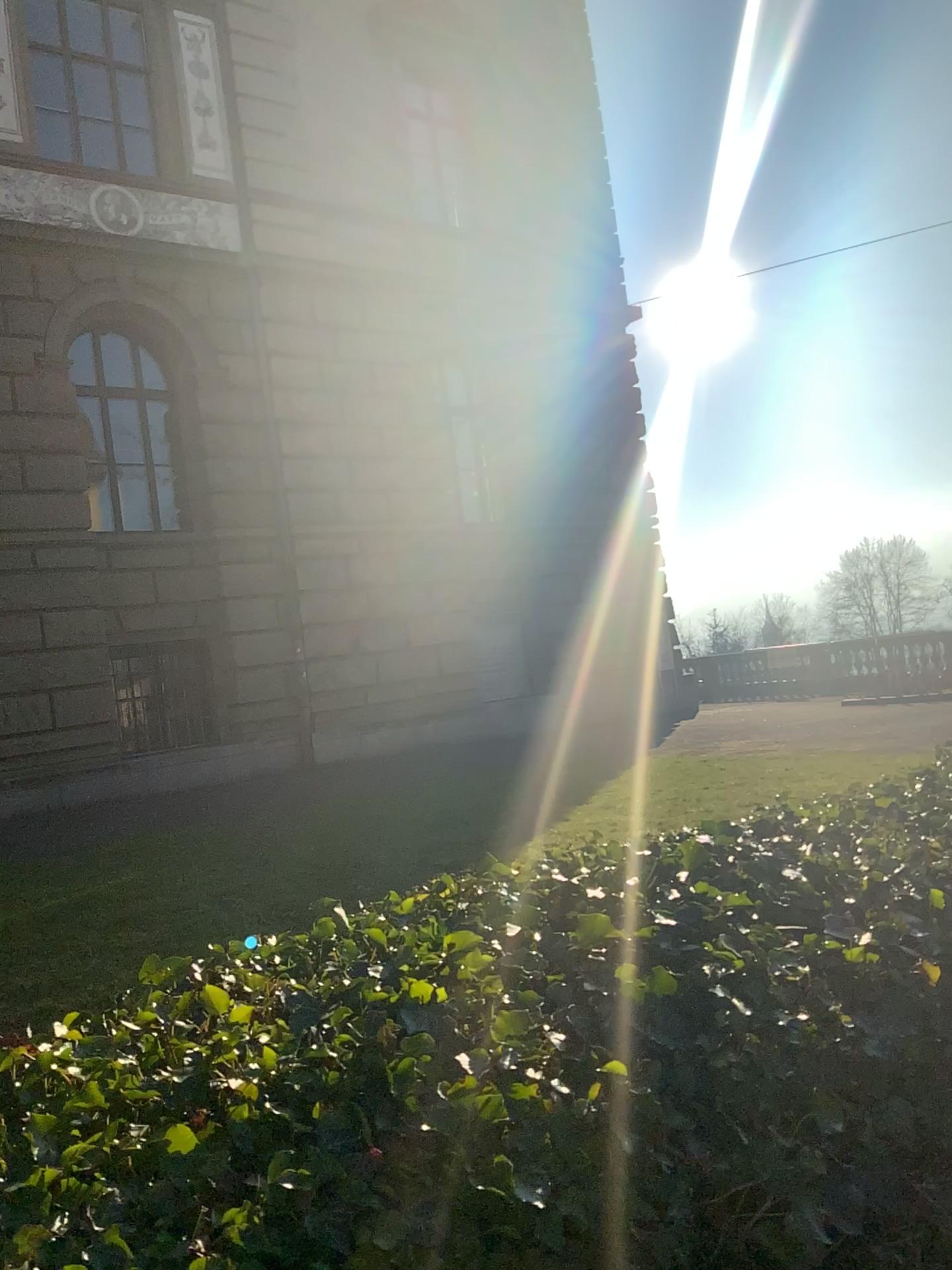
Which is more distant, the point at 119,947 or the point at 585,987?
the point at 119,947
